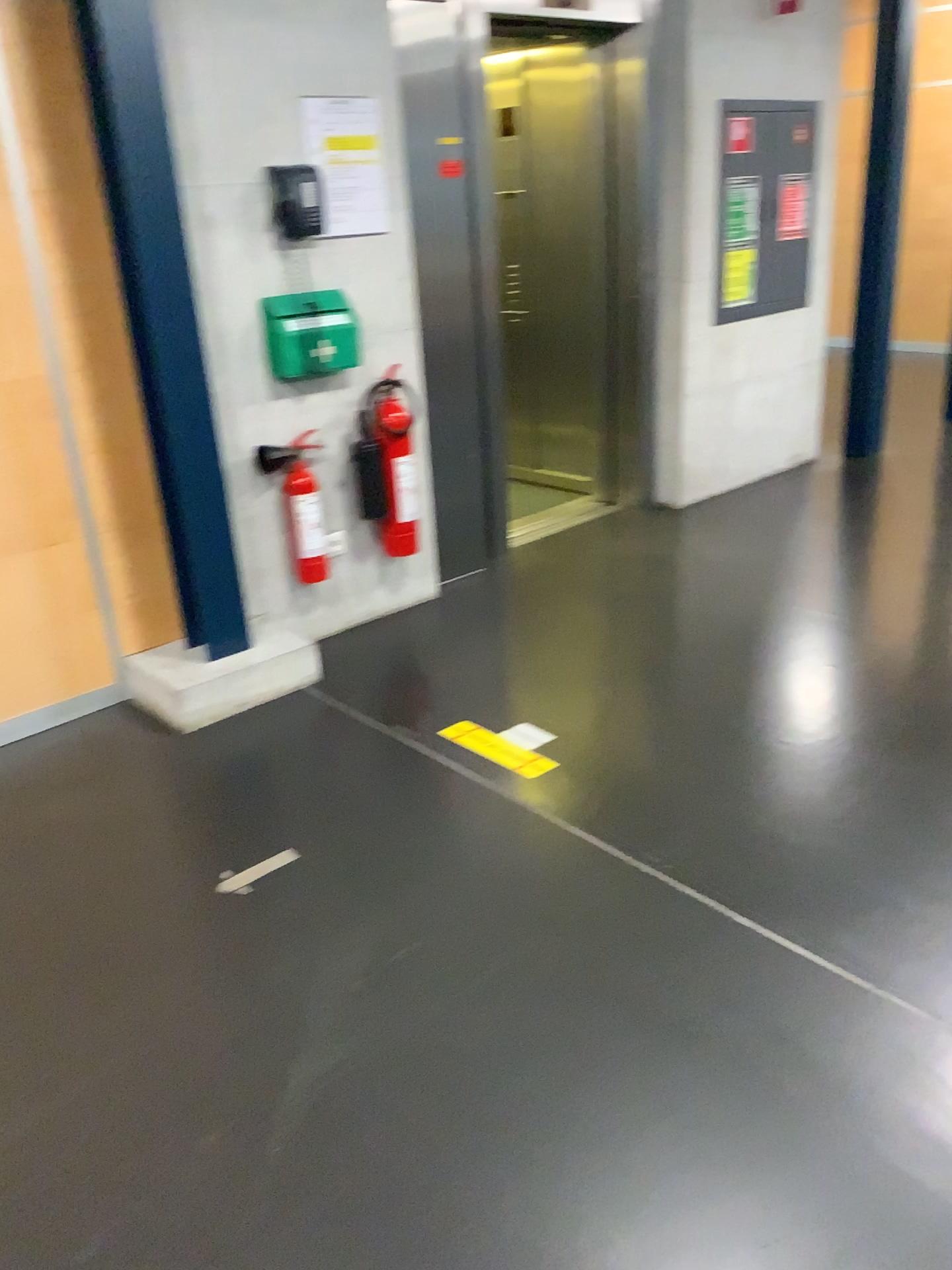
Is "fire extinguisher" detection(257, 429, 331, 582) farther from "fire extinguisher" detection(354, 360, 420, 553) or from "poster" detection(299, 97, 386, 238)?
"poster" detection(299, 97, 386, 238)

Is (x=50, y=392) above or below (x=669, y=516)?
above

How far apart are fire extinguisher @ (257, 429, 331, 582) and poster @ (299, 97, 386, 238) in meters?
0.7 m

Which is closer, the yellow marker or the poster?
the yellow marker

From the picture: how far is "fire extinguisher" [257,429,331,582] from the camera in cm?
364

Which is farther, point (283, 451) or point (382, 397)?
point (382, 397)

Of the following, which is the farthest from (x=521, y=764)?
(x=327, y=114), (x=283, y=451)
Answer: (x=327, y=114)

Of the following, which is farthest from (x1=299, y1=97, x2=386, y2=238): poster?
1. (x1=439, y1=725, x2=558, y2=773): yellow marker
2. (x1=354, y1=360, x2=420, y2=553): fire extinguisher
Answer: (x1=439, y1=725, x2=558, y2=773): yellow marker

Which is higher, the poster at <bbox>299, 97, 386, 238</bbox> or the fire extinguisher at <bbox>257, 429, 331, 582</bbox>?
the poster at <bbox>299, 97, 386, 238</bbox>

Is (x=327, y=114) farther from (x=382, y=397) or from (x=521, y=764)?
(x=521, y=764)
